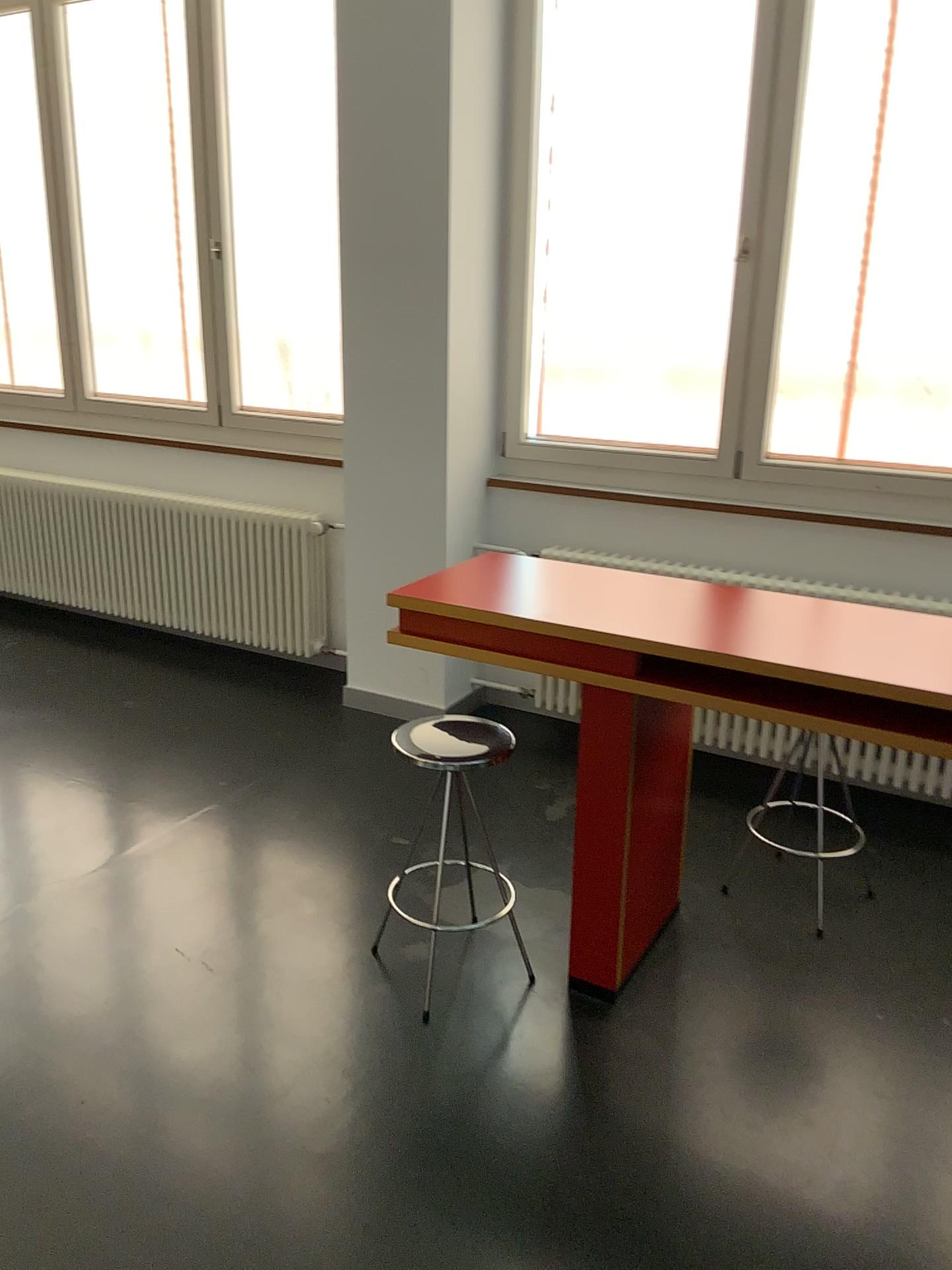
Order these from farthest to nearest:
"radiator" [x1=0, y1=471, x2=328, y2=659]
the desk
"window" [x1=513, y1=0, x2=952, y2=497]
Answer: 1. "radiator" [x1=0, y1=471, x2=328, y2=659]
2. "window" [x1=513, y1=0, x2=952, y2=497]
3. the desk

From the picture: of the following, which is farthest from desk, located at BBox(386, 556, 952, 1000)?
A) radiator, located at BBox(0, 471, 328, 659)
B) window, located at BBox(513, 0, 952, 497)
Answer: radiator, located at BBox(0, 471, 328, 659)

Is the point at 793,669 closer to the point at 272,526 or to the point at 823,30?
the point at 823,30

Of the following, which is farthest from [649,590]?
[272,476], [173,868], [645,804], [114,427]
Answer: [114,427]

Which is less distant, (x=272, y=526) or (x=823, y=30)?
(x=823, y=30)

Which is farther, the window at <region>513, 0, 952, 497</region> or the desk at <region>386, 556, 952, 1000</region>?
the window at <region>513, 0, 952, 497</region>

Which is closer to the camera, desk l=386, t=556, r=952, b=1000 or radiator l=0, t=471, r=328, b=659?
desk l=386, t=556, r=952, b=1000

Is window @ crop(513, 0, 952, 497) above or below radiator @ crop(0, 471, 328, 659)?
above

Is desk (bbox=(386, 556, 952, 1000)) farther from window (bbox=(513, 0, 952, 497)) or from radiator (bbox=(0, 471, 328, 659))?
radiator (bbox=(0, 471, 328, 659))

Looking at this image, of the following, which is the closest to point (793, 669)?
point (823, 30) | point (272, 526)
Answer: point (823, 30)
